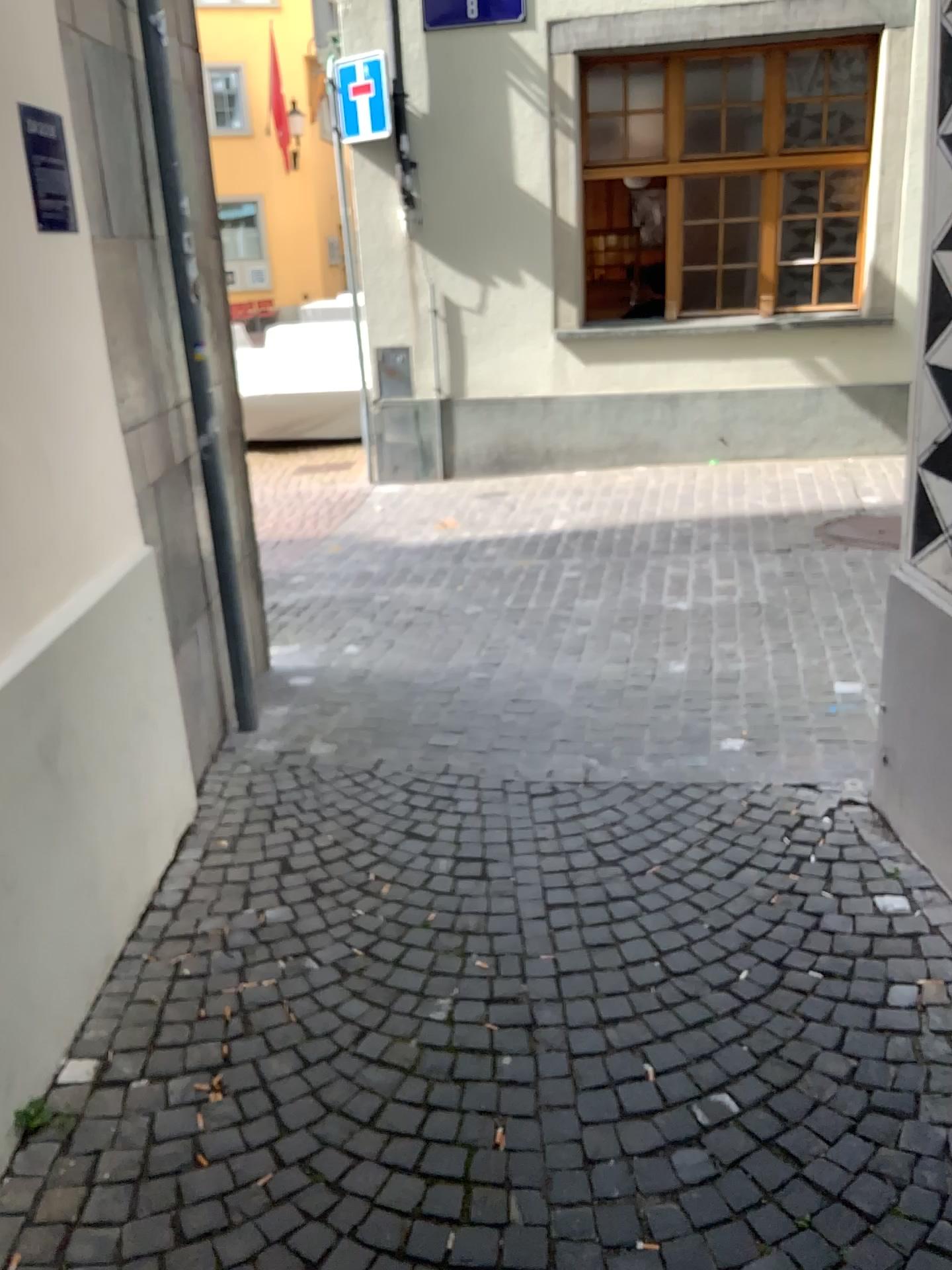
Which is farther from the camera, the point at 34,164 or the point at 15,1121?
the point at 34,164

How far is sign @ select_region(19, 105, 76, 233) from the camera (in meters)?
2.42

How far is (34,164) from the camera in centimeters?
242cm

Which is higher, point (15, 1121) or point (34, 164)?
point (34, 164)

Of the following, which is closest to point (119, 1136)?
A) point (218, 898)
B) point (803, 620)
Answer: point (218, 898)

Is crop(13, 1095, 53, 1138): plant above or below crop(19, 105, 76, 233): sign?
below

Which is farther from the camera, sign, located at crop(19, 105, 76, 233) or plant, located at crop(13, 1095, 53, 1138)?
sign, located at crop(19, 105, 76, 233)
